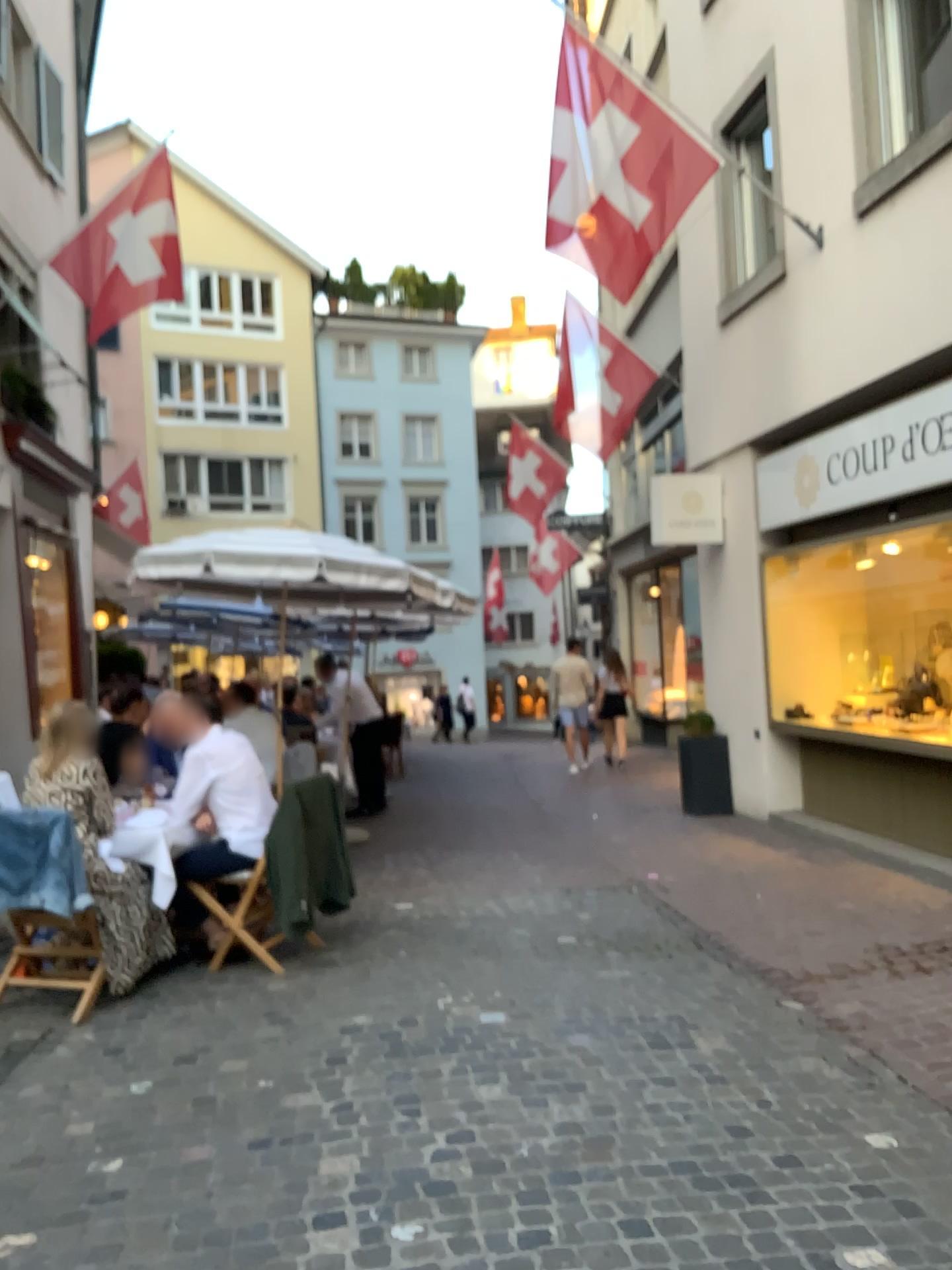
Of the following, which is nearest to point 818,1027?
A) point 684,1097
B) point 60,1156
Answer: point 684,1097
